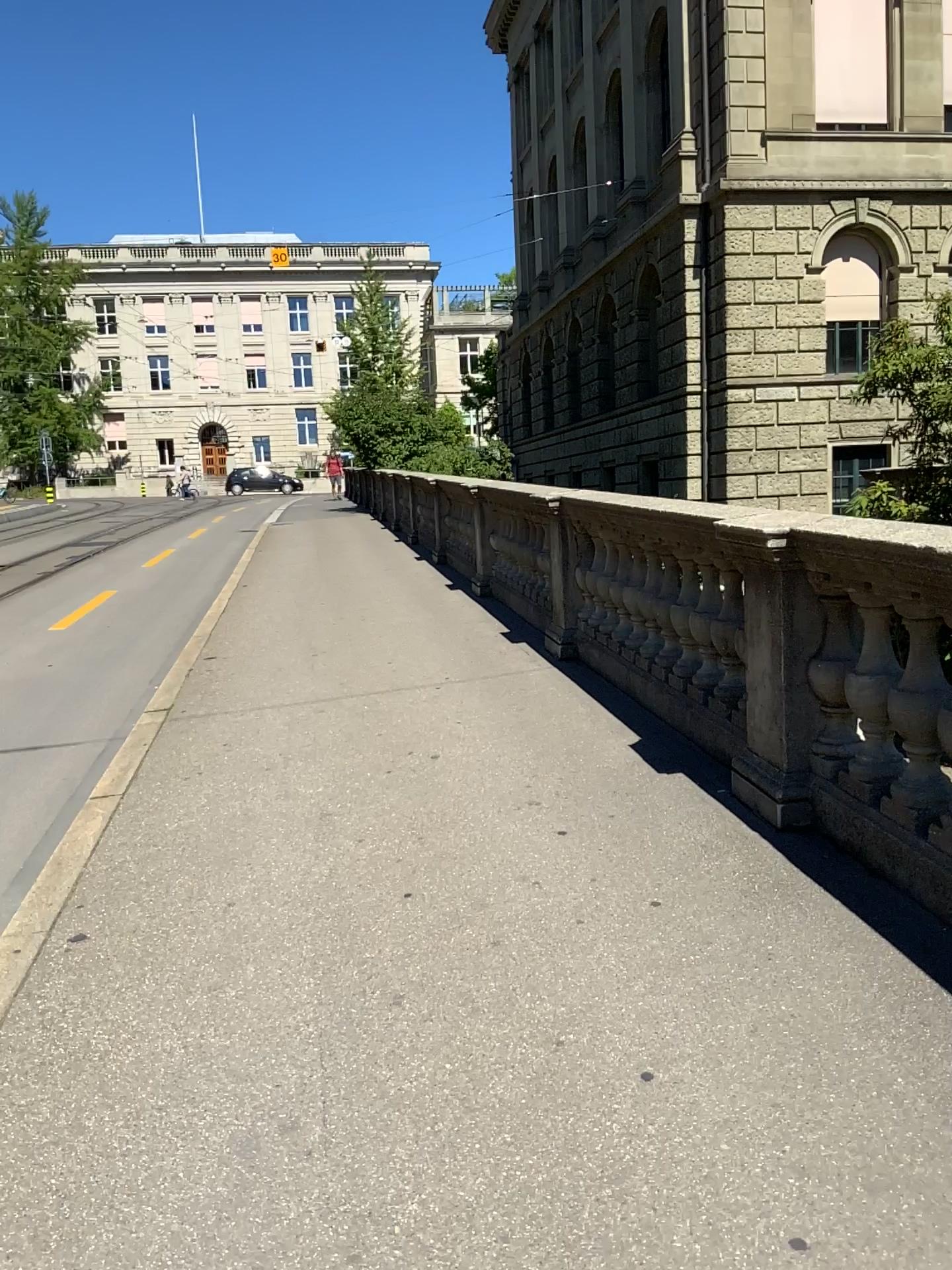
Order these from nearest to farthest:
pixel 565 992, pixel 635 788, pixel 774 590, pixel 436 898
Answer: pixel 565 992
pixel 436 898
pixel 774 590
pixel 635 788
